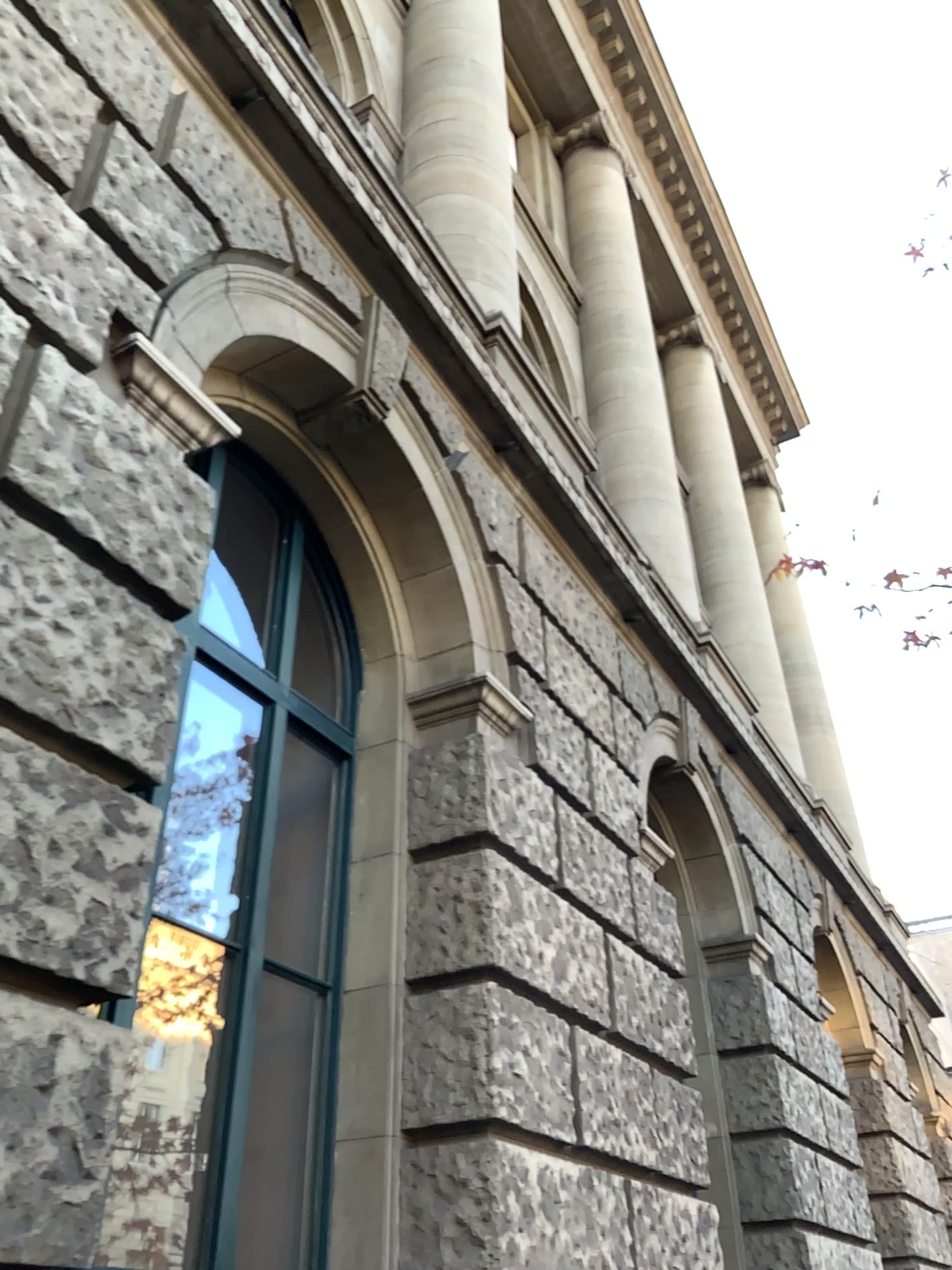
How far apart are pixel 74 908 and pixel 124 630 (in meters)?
0.70
